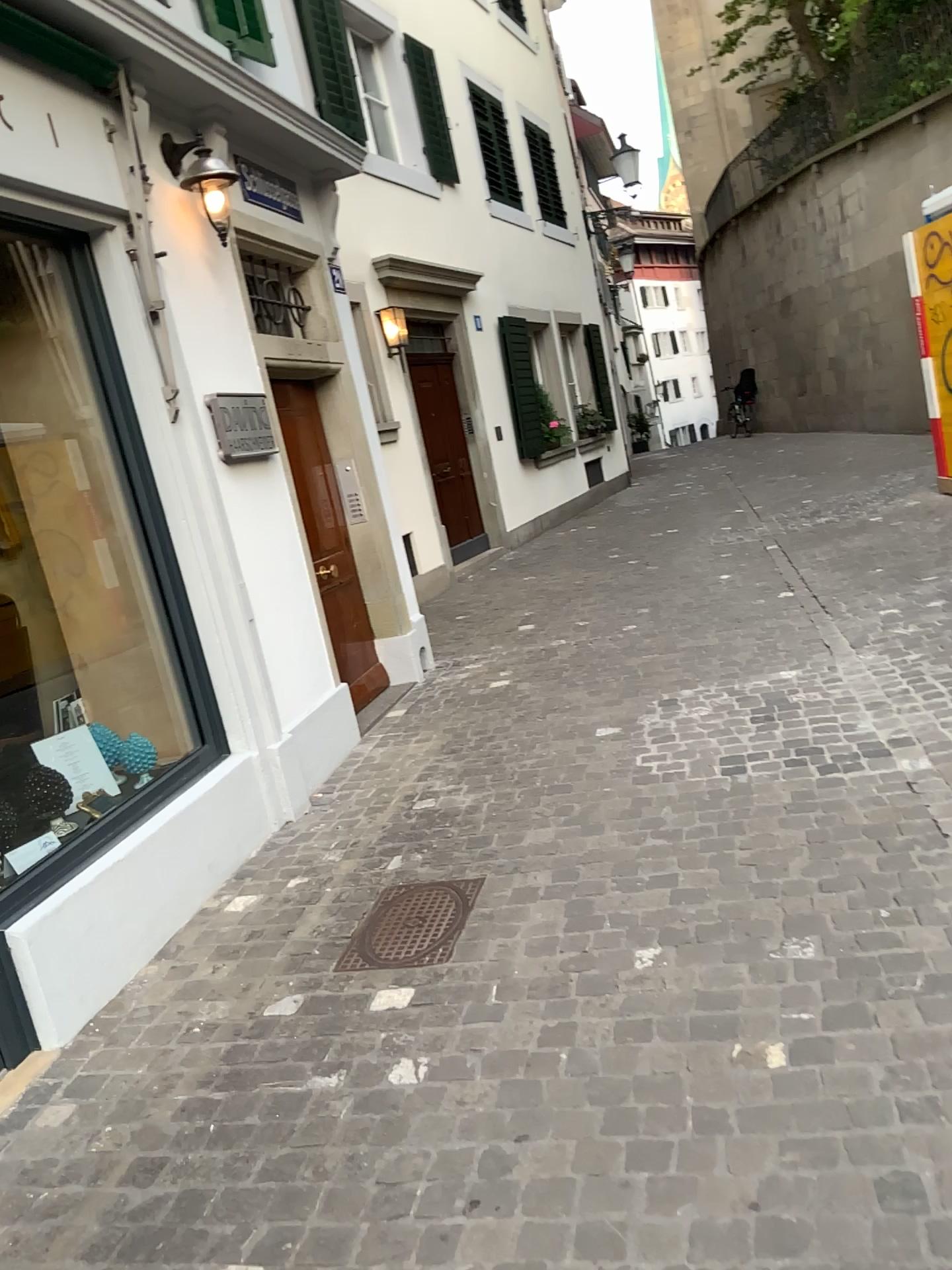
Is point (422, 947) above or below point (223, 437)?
below

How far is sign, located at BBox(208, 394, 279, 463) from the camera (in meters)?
4.43

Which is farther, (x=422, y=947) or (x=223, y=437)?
(x=223, y=437)

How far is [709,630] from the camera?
6.0 meters

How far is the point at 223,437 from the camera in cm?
443

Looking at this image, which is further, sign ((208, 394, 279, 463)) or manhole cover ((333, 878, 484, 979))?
sign ((208, 394, 279, 463))

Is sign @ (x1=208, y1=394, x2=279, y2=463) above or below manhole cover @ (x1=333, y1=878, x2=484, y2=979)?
above
